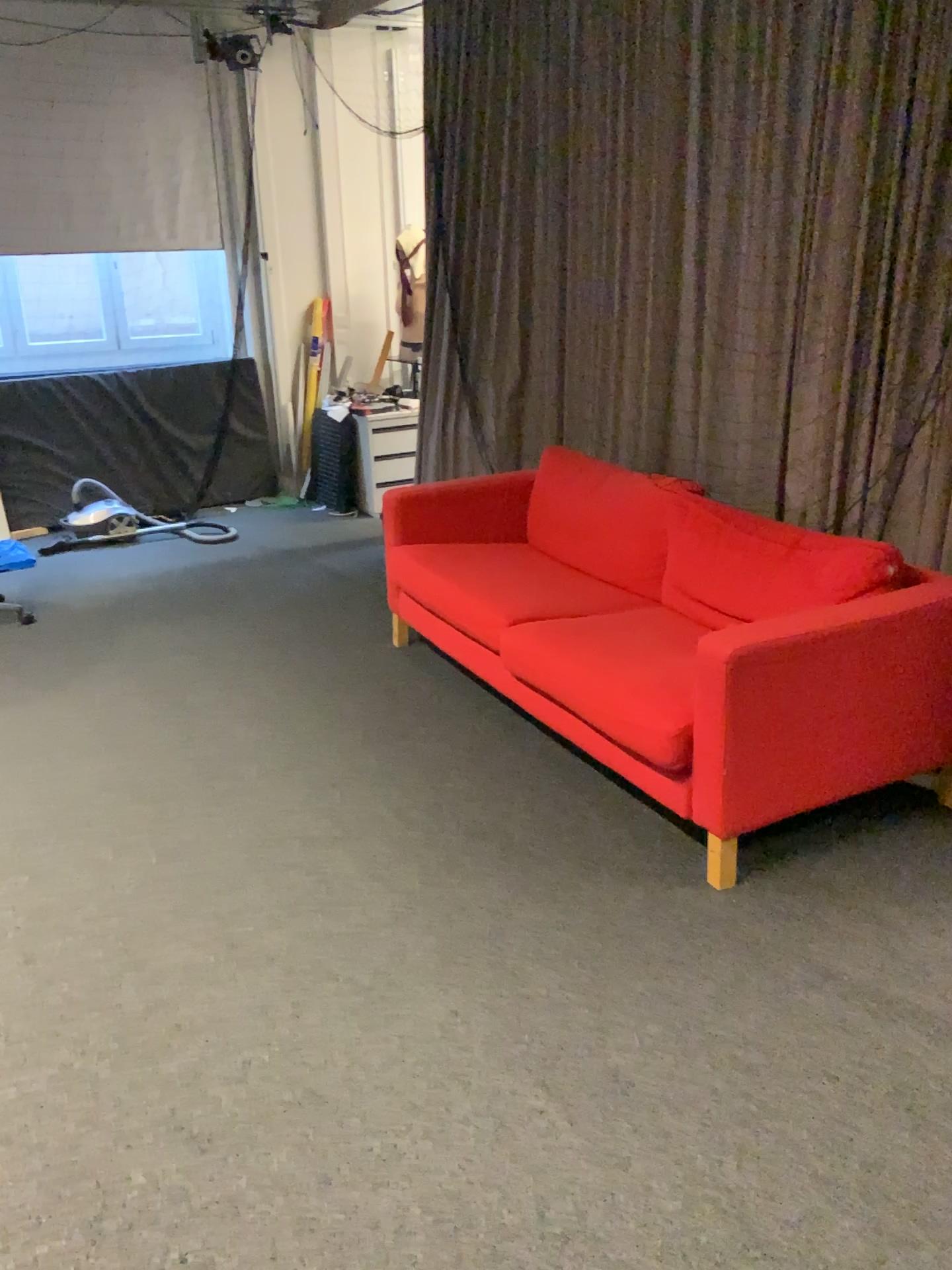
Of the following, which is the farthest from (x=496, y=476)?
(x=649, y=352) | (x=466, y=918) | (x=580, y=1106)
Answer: (x=580, y=1106)

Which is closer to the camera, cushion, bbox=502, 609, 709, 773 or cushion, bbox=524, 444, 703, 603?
cushion, bbox=502, 609, 709, 773

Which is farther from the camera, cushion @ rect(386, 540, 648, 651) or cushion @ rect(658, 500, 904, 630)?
cushion @ rect(386, 540, 648, 651)

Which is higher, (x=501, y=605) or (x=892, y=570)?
(x=892, y=570)

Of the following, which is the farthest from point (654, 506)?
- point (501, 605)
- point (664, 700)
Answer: point (664, 700)

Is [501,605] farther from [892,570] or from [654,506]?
[892,570]

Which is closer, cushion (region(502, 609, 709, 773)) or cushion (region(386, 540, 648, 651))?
cushion (region(502, 609, 709, 773))

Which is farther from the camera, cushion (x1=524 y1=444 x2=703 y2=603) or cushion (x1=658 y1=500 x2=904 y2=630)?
cushion (x1=524 y1=444 x2=703 y2=603)
